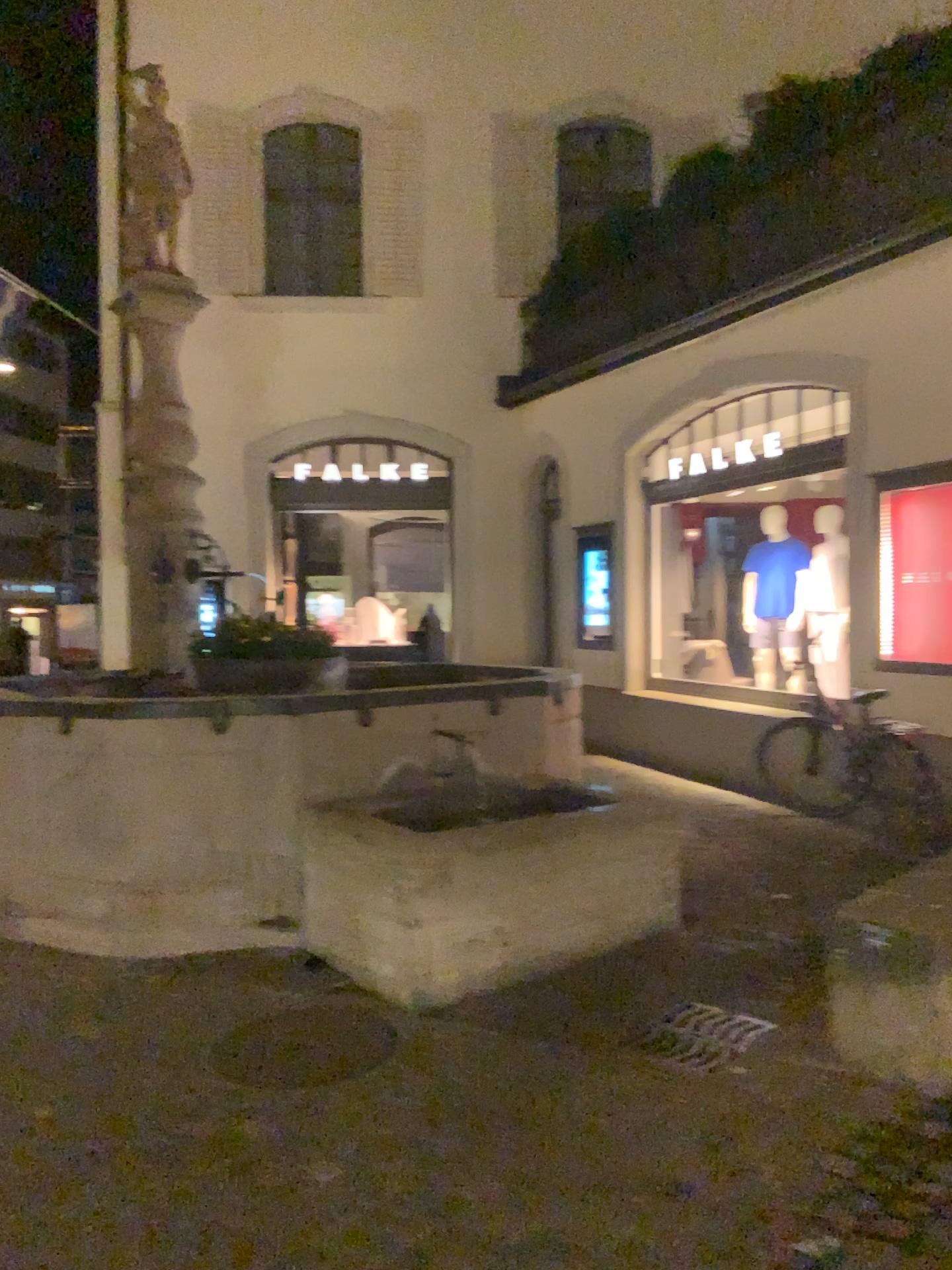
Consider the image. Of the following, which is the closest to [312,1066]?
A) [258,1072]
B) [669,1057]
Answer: [258,1072]

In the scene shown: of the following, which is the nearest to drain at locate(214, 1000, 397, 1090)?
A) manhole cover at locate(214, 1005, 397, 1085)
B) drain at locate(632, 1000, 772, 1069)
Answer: manhole cover at locate(214, 1005, 397, 1085)

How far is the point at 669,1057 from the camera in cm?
350

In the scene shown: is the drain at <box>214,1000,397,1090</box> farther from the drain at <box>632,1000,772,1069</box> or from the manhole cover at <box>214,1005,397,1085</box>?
the drain at <box>632,1000,772,1069</box>

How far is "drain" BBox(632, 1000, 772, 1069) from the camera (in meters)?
3.50

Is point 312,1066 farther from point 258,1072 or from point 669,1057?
point 669,1057

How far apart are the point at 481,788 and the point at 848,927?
2.0m
